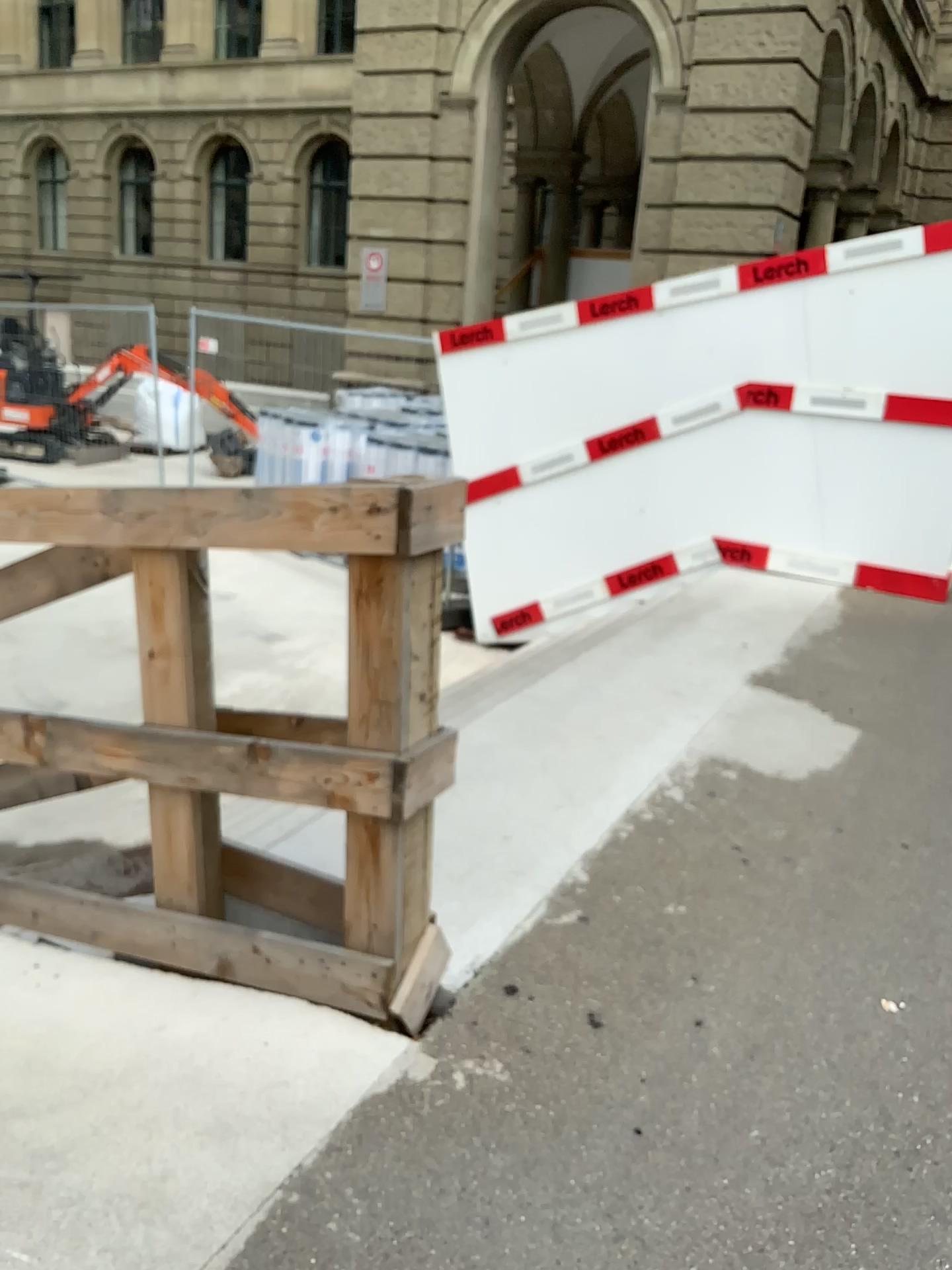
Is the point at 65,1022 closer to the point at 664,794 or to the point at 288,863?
the point at 288,863
